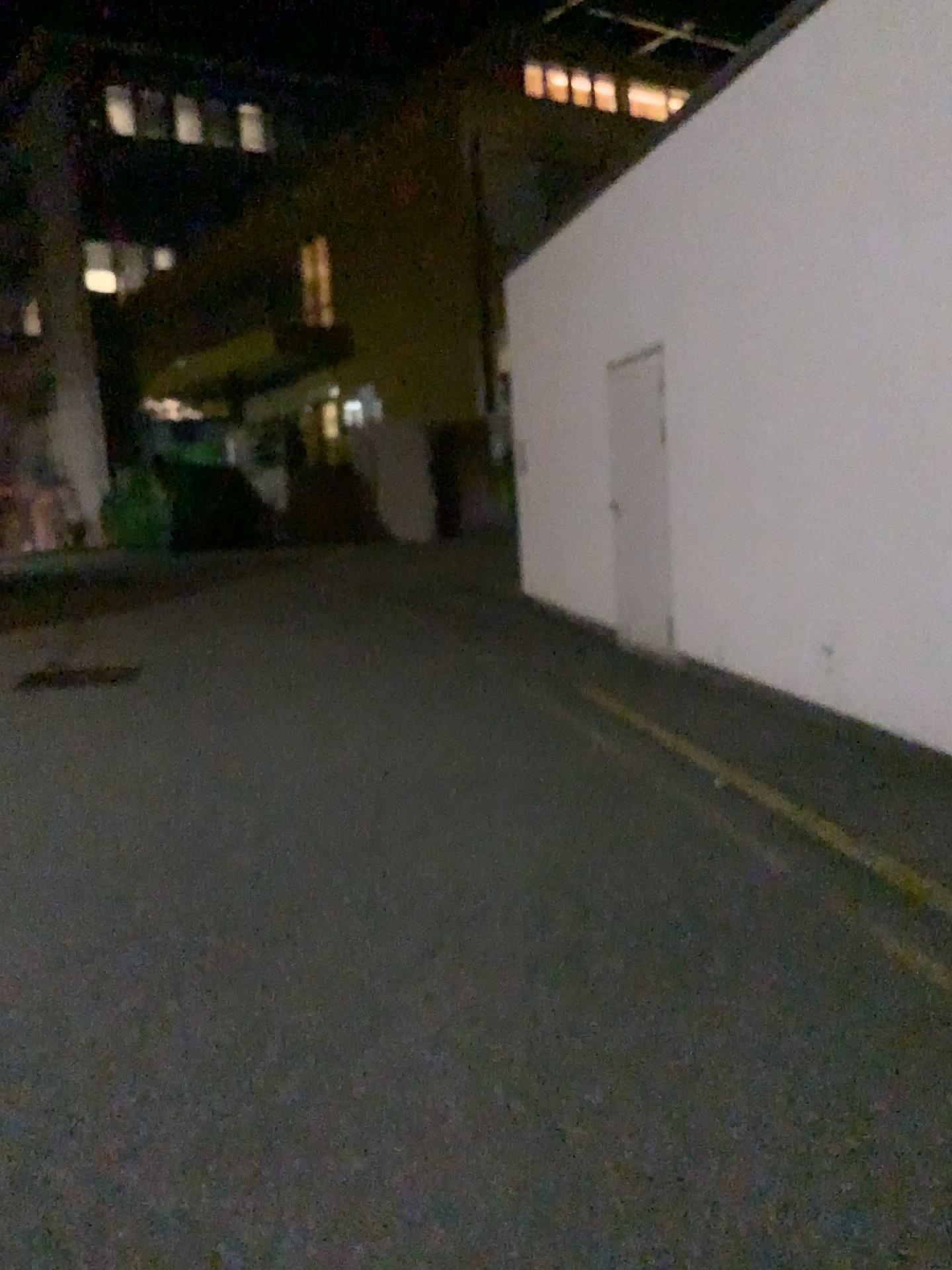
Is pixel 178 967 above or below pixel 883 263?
below
